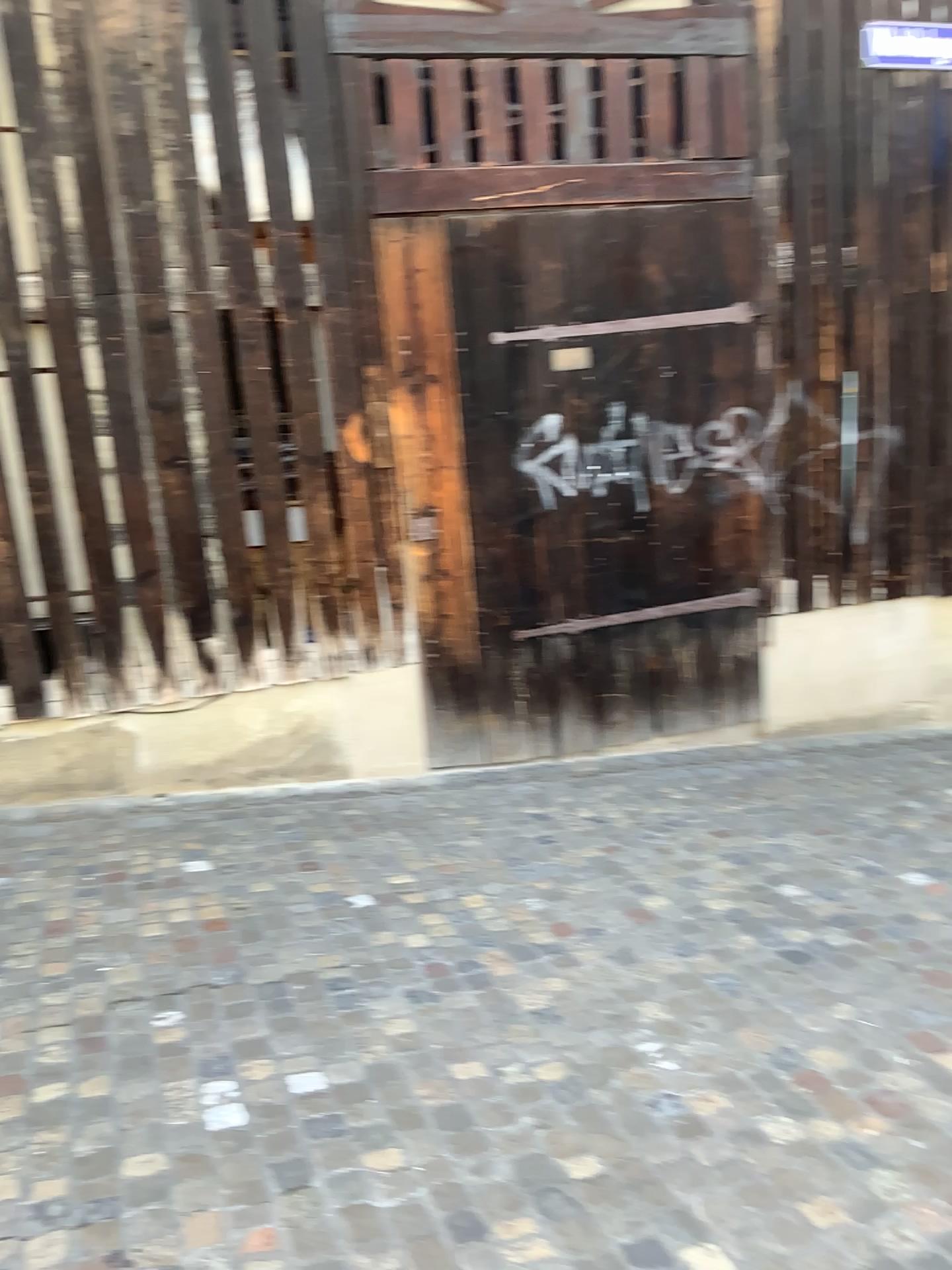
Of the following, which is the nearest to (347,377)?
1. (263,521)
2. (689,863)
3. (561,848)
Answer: (263,521)
